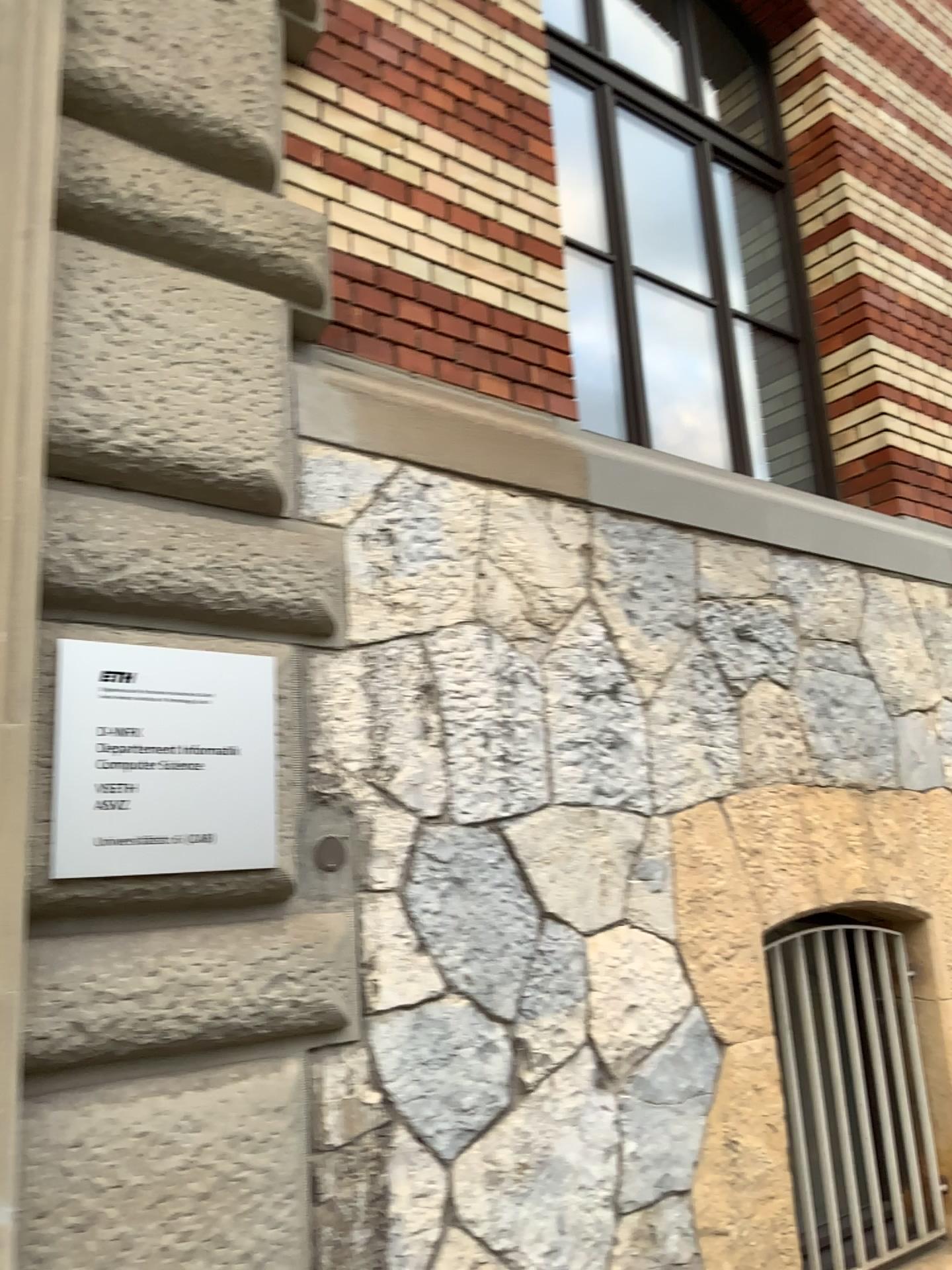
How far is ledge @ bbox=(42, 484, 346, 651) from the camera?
1.88m

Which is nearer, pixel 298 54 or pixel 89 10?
pixel 89 10

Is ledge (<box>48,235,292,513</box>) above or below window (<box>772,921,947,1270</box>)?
above

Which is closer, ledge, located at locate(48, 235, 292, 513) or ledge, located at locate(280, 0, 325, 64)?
ledge, located at locate(48, 235, 292, 513)

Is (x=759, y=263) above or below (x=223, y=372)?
above

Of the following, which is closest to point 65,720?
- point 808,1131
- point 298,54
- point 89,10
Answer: point 89,10

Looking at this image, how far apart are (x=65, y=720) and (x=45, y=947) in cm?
37

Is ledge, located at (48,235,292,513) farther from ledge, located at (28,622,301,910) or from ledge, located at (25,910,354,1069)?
ledge, located at (25,910,354,1069)

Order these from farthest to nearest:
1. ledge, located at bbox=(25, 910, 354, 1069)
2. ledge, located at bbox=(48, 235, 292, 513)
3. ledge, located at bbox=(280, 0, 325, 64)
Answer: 1. ledge, located at bbox=(280, 0, 325, 64)
2. ledge, located at bbox=(48, 235, 292, 513)
3. ledge, located at bbox=(25, 910, 354, 1069)

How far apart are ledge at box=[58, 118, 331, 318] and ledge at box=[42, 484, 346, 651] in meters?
0.5
